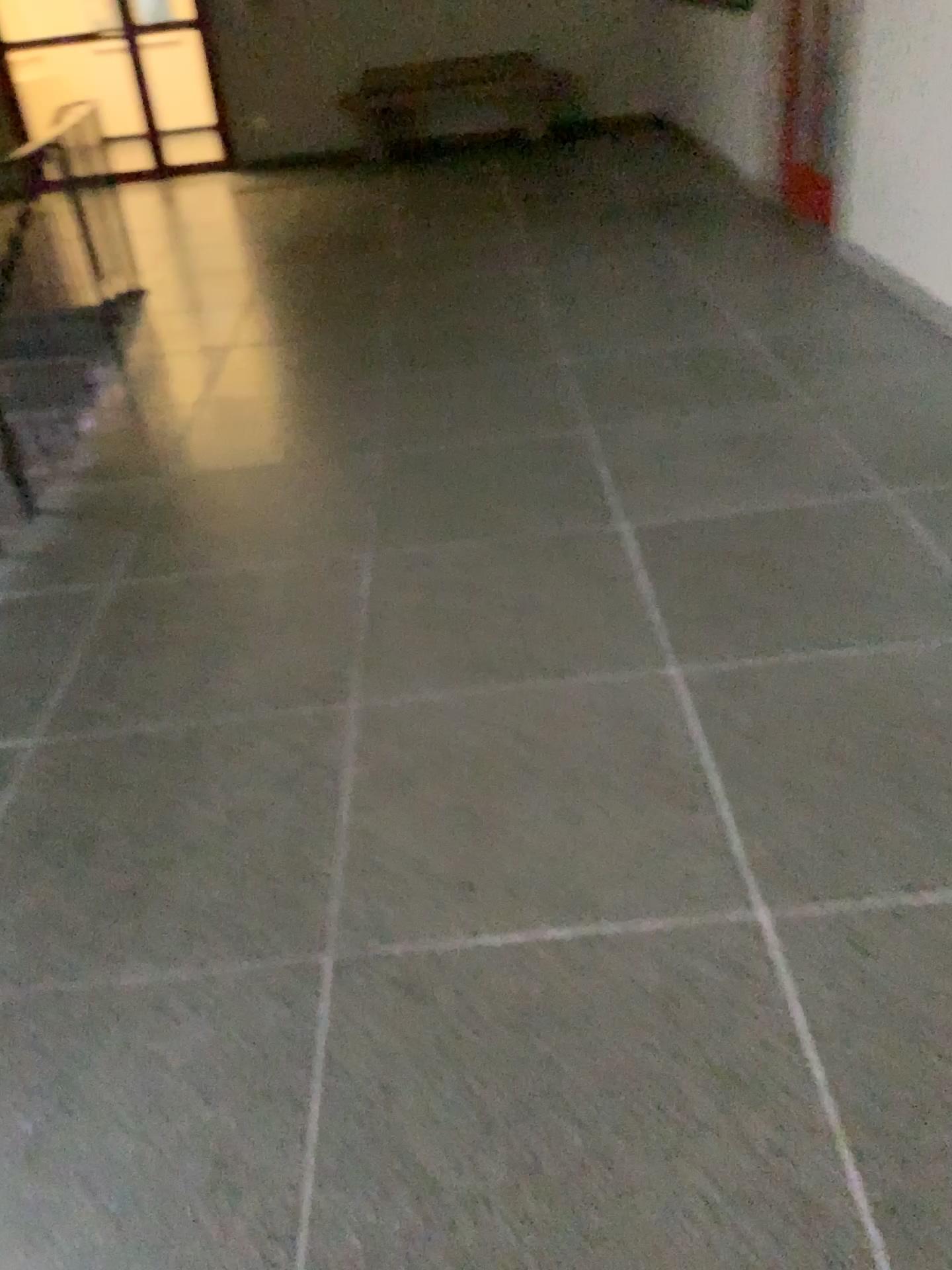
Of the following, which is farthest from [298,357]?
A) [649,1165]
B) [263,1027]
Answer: [649,1165]
